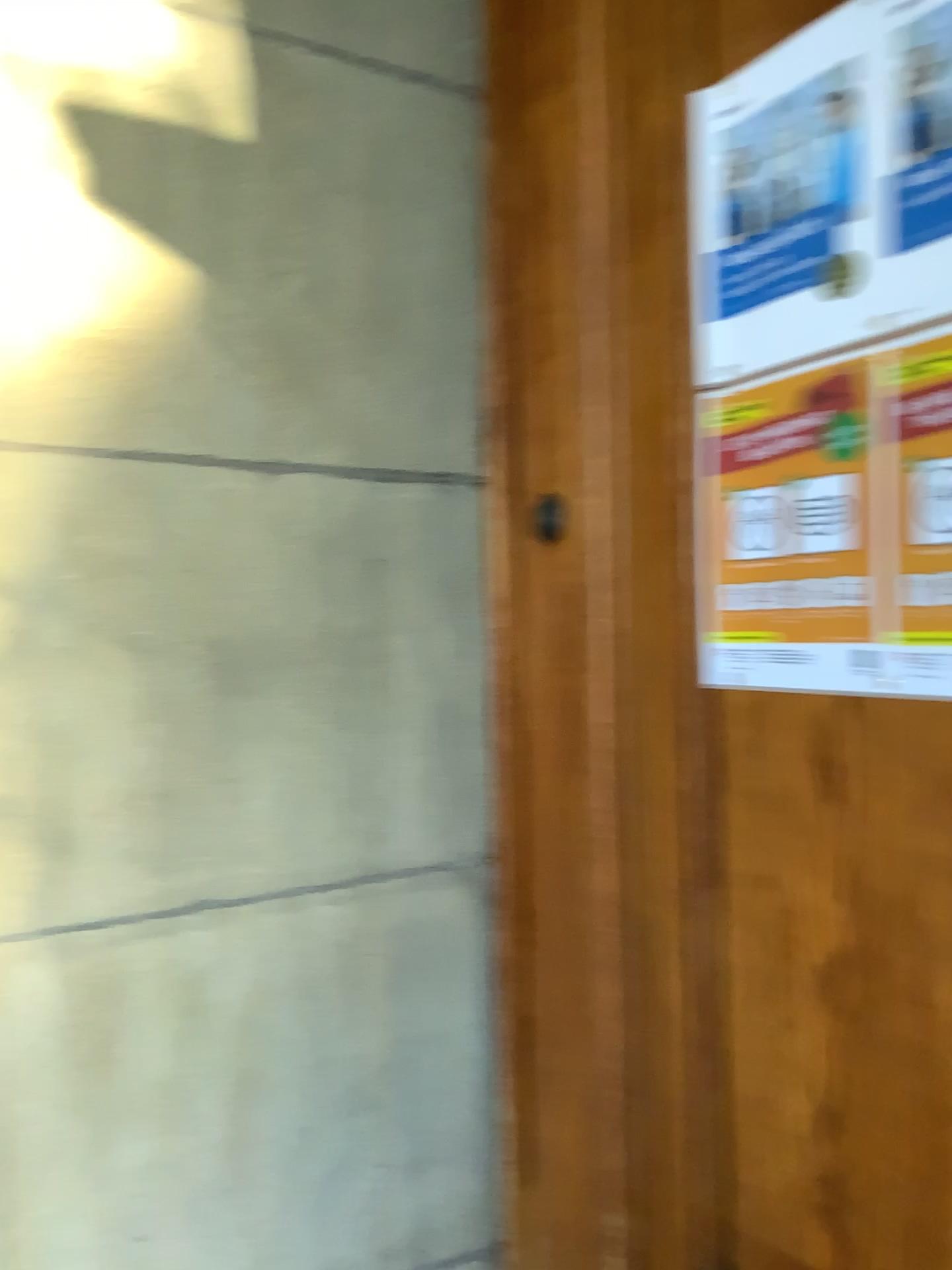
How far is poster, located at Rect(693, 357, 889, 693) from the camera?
0.9 meters

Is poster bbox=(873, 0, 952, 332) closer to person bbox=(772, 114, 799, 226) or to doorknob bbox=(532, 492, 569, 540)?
person bbox=(772, 114, 799, 226)

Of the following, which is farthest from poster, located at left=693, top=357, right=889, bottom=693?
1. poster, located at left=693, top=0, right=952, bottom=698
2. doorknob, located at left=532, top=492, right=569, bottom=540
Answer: doorknob, located at left=532, top=492, right=569, bottom=540

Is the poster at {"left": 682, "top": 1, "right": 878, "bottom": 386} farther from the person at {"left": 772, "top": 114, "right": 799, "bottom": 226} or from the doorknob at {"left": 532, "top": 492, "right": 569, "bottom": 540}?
the doorknob at {"left": 532, "top": 492, "right": 569, "bottom": 540}

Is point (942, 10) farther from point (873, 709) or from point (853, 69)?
point (873, 709)

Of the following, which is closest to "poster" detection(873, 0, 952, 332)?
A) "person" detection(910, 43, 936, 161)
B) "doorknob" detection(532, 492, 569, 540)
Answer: "person" detection(910, 43, 936, 161)

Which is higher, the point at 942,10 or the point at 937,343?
the point at 942,10

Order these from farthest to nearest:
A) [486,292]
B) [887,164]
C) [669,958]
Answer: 1. [486,292]
2. [669,958]
3. [887,164]

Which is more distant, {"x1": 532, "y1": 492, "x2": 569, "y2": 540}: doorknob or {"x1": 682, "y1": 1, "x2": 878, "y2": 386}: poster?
{"x1": 532, "y1": 492, "x2": 569, "y2": 540}: doorknob

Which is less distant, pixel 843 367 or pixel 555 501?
pixel 843 367
